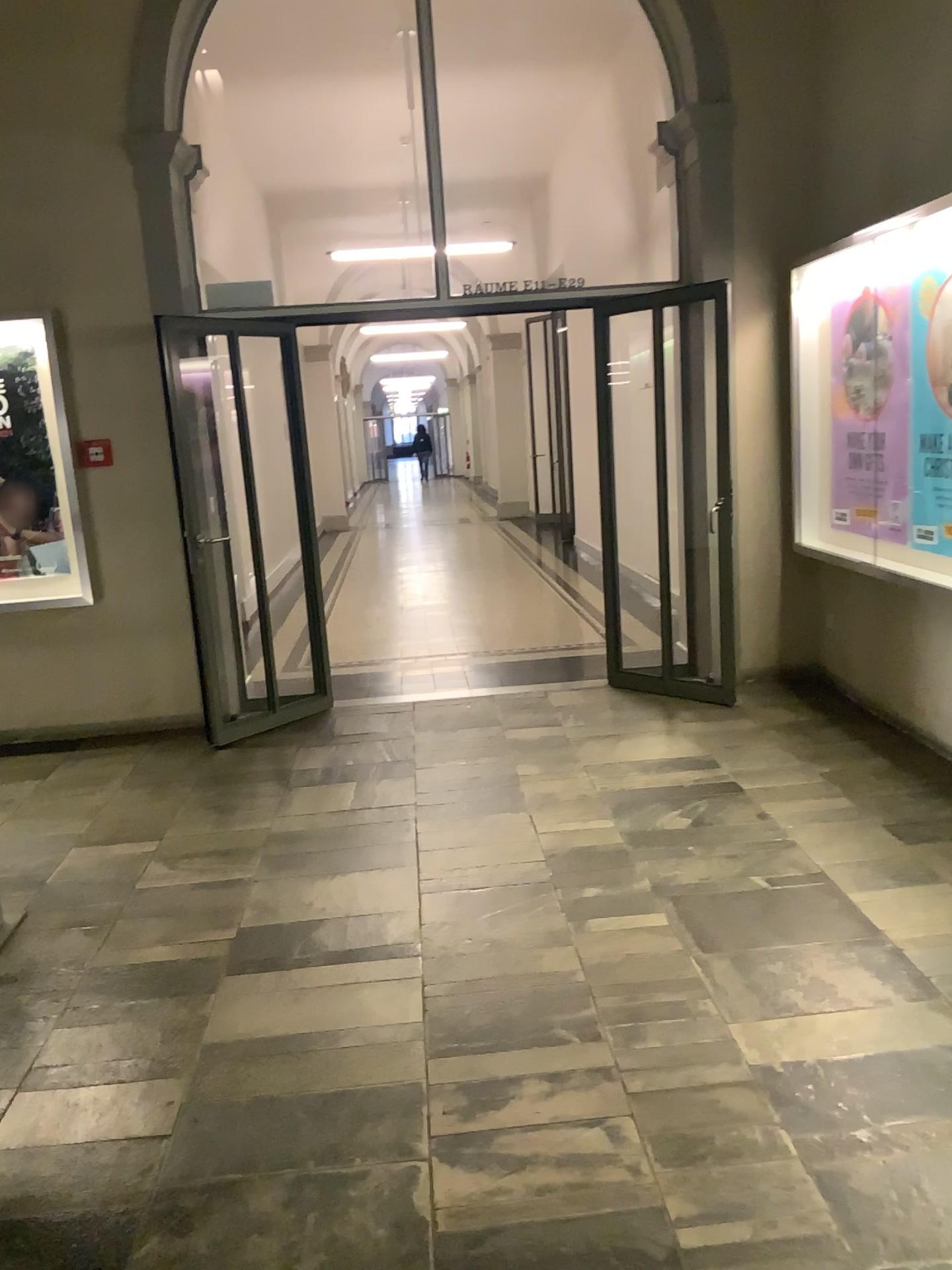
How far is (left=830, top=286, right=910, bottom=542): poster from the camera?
4.52m

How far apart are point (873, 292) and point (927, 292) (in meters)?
0.25

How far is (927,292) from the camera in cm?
432

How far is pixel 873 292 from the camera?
4.5 meters

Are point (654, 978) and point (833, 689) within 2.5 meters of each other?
no

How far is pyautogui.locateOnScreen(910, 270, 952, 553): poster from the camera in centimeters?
432cm
